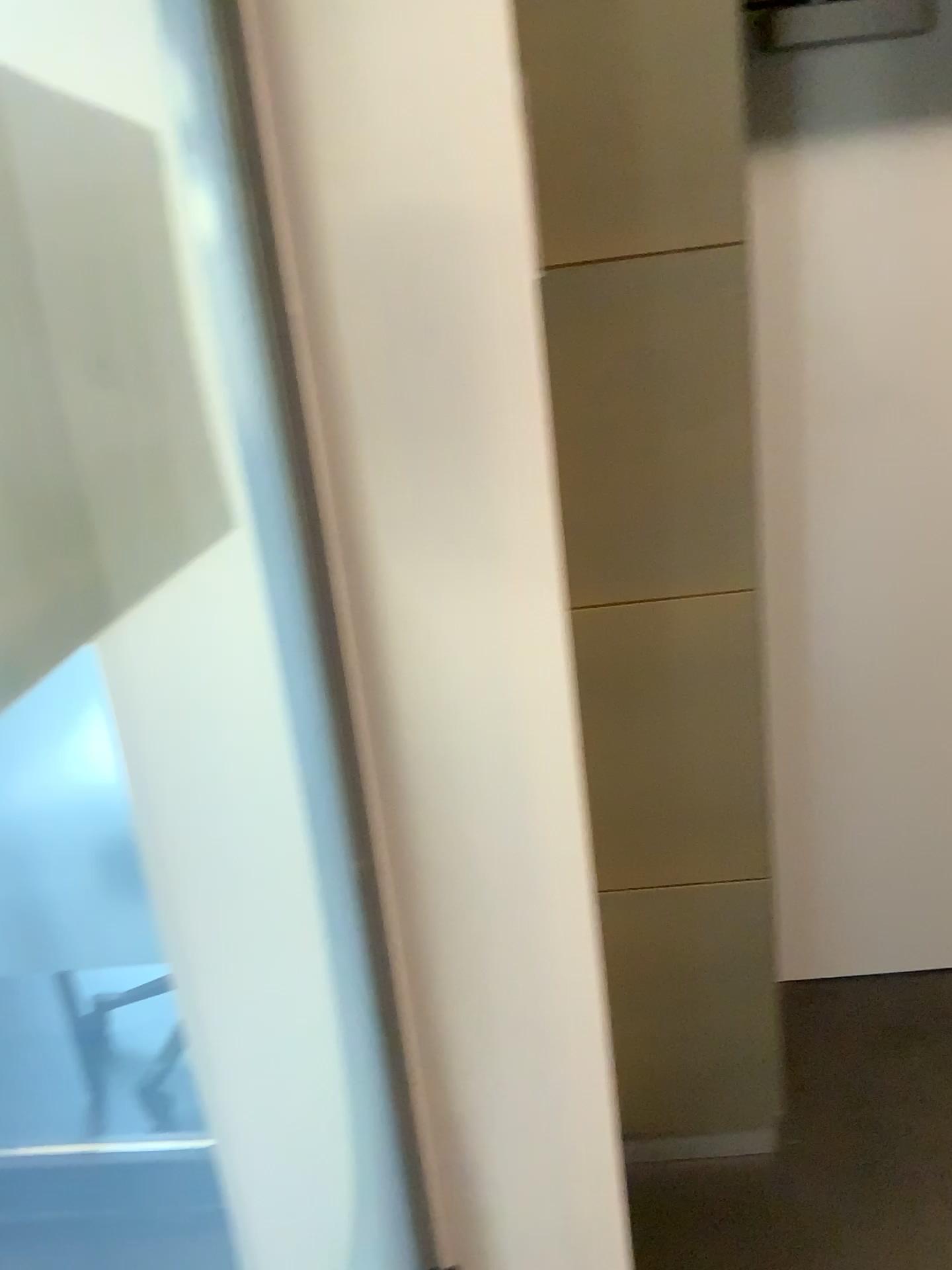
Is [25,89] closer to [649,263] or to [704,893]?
[649,263]

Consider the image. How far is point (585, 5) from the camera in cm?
138

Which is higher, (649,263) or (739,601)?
(649,263)

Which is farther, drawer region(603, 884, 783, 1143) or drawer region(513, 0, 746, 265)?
drawer region(603, 884, 783, 1143)

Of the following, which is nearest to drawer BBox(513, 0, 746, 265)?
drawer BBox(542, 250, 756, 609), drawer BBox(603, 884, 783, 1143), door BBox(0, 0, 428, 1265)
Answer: drawer BBox(542, 250, 756, 609)

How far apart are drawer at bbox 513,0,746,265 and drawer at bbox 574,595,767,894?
0.5 meters

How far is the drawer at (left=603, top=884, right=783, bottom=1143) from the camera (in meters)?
1.81

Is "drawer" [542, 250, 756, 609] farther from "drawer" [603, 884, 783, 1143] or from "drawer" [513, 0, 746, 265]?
"drawer" [603, 884, 783, 1143]

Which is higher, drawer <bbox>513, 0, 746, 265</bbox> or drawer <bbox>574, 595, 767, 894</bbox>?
drawer <bbox>513, 0, 746, 265</bbox>

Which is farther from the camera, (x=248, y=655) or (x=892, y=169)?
(x=892, y=169)
